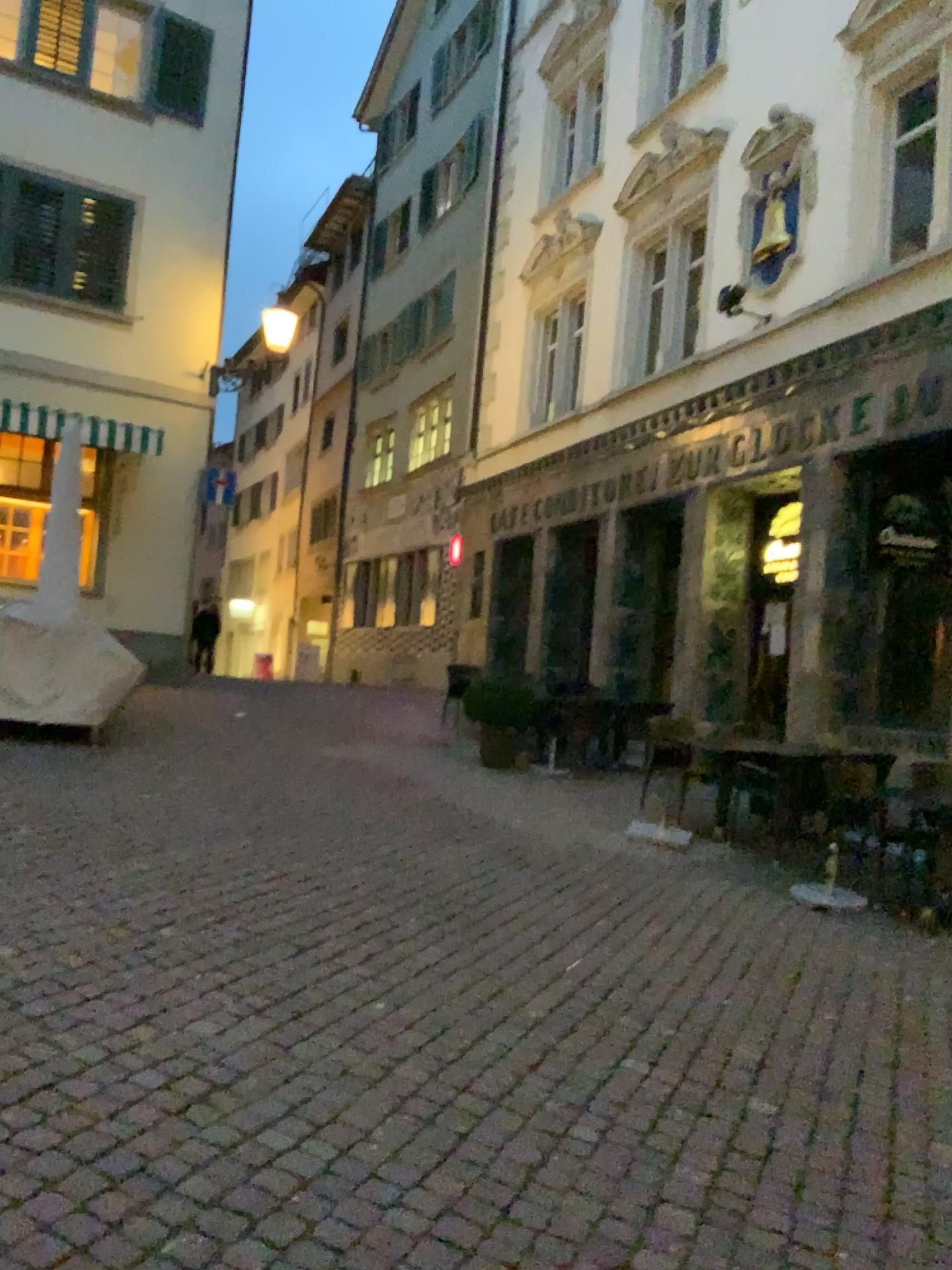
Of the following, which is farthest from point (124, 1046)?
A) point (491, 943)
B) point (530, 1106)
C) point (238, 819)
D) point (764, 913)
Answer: point (764, 913)
